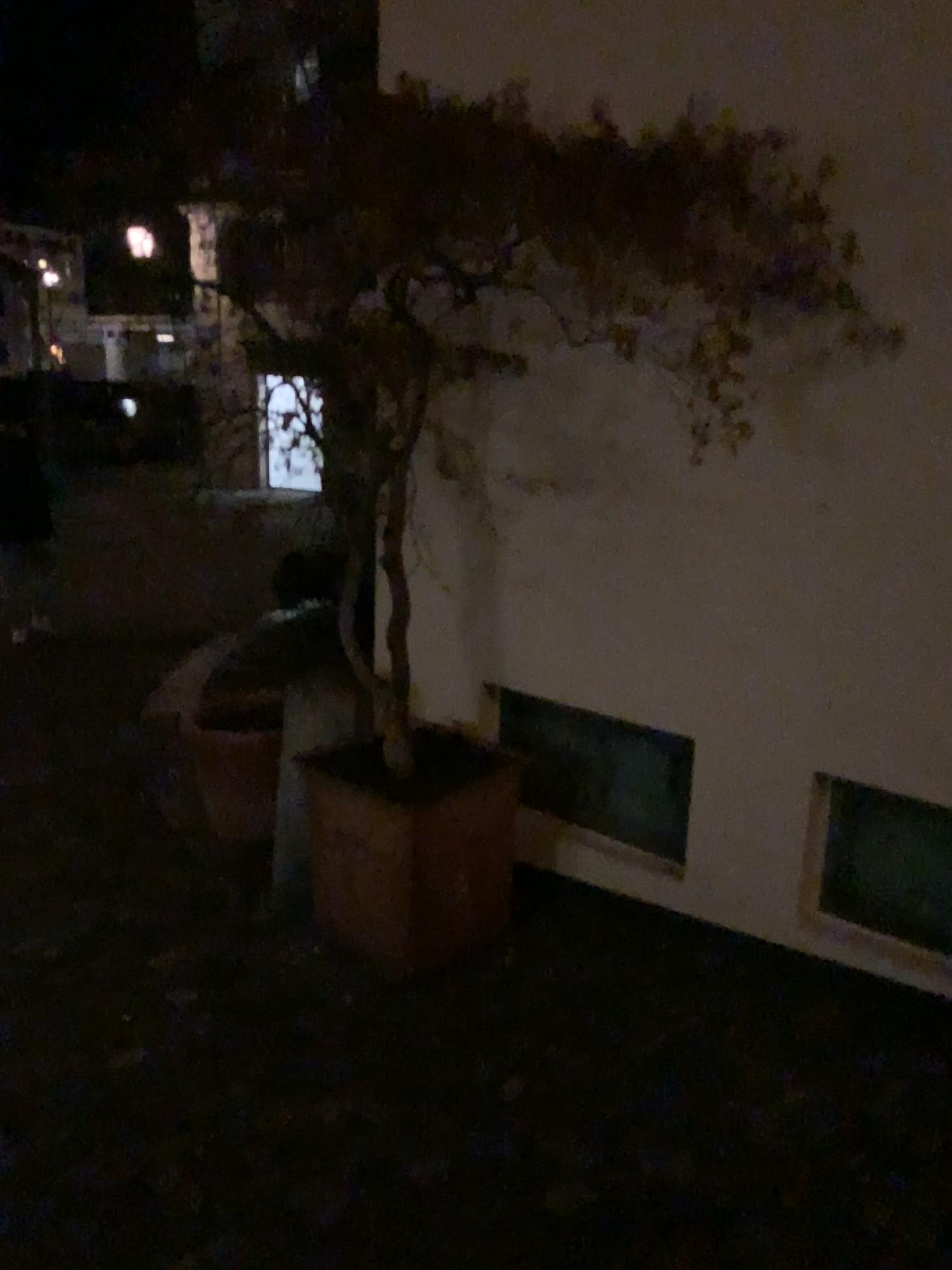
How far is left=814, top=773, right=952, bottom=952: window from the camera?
2.62m

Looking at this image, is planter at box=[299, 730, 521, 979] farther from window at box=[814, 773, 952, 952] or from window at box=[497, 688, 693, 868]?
window at box=[814, 773, 952, 952]

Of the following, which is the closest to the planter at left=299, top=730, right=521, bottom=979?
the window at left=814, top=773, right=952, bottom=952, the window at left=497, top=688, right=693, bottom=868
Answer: the window at left=497, top=688, right=693, bottom=868

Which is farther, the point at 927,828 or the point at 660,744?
the point at 660,744

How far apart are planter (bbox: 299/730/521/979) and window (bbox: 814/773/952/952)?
0.9 meters

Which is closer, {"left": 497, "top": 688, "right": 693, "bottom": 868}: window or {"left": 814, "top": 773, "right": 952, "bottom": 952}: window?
{"left": 814, "top": 773, "right": 952, "bottom": 952}: window

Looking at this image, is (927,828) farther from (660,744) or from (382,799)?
(382,799)

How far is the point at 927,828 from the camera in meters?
2.6 m

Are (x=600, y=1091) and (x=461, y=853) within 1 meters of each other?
yes
